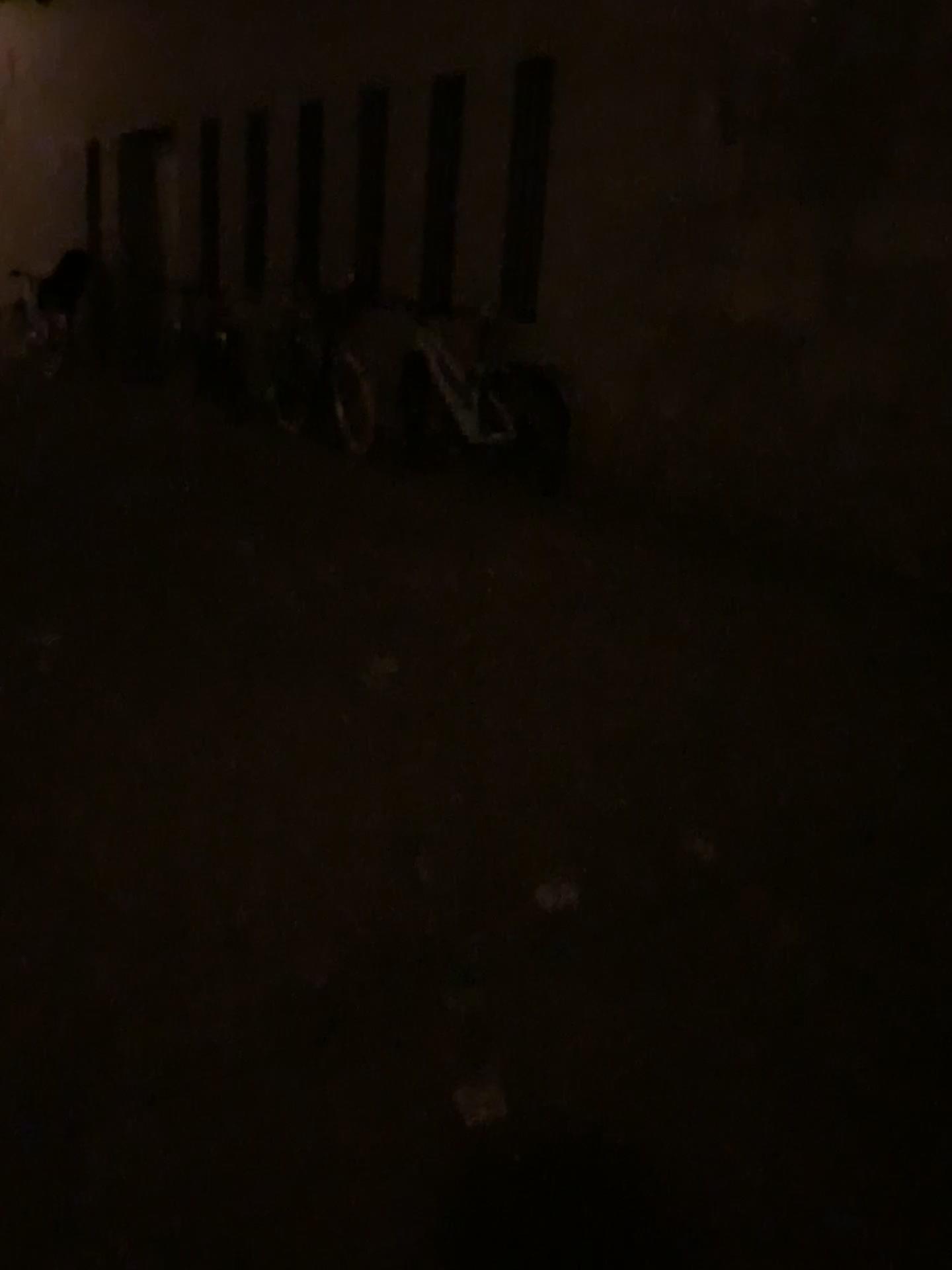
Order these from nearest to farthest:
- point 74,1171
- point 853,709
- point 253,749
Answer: point 74,1171 → point 253,749 → point 853,709
